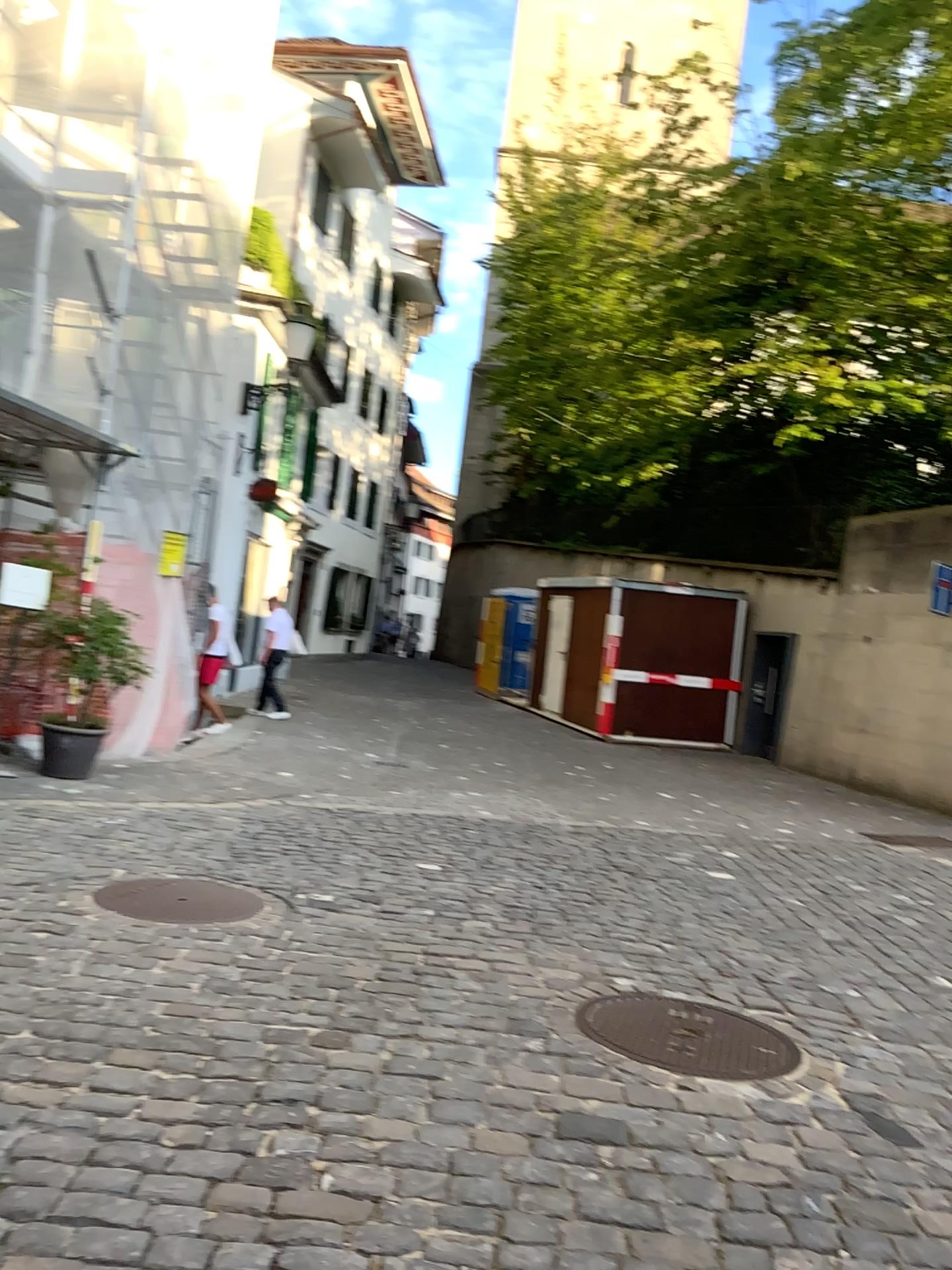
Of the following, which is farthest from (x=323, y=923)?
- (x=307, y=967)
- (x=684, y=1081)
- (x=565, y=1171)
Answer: (x=565, y=1171)
